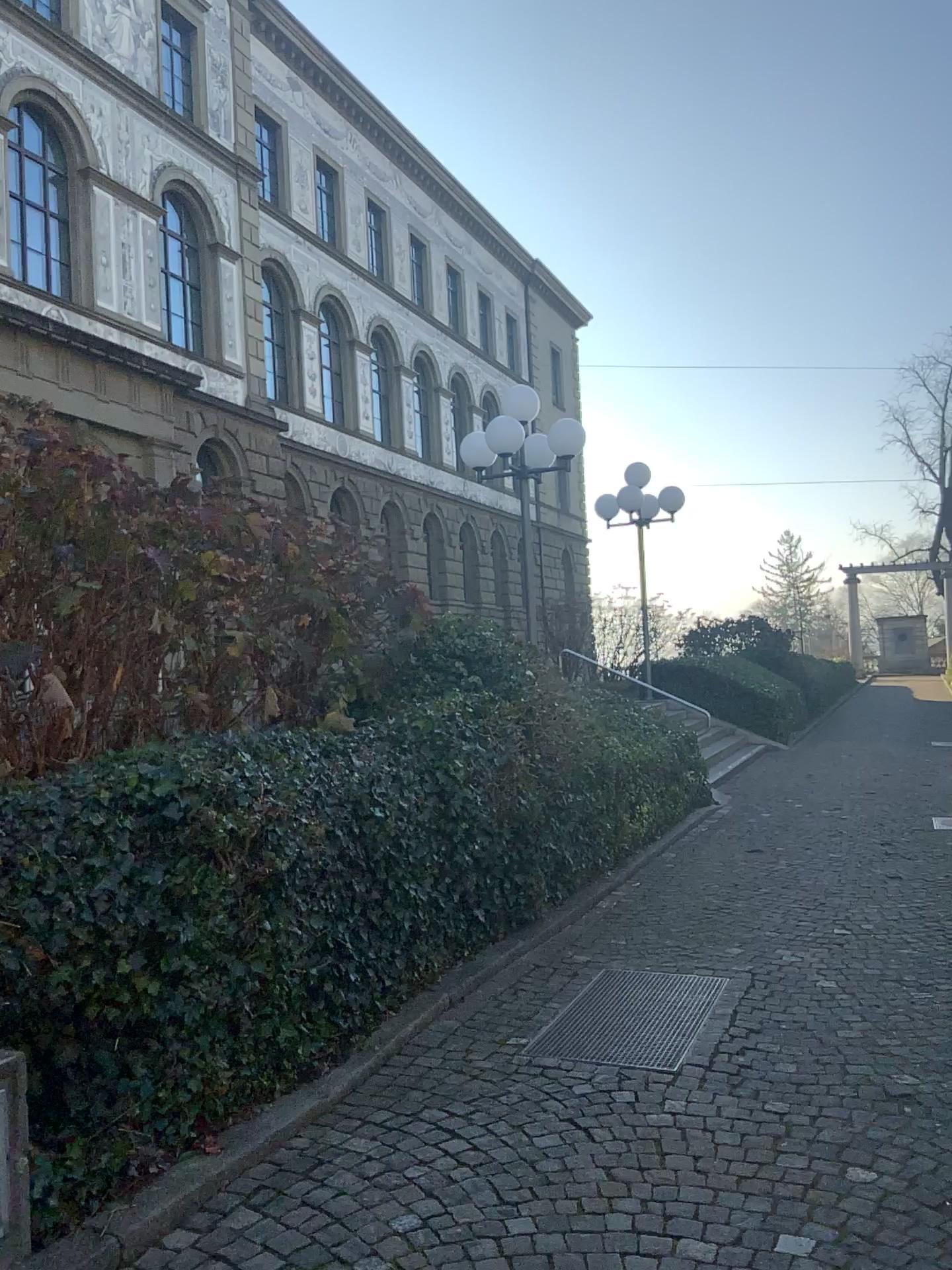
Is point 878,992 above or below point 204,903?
below
